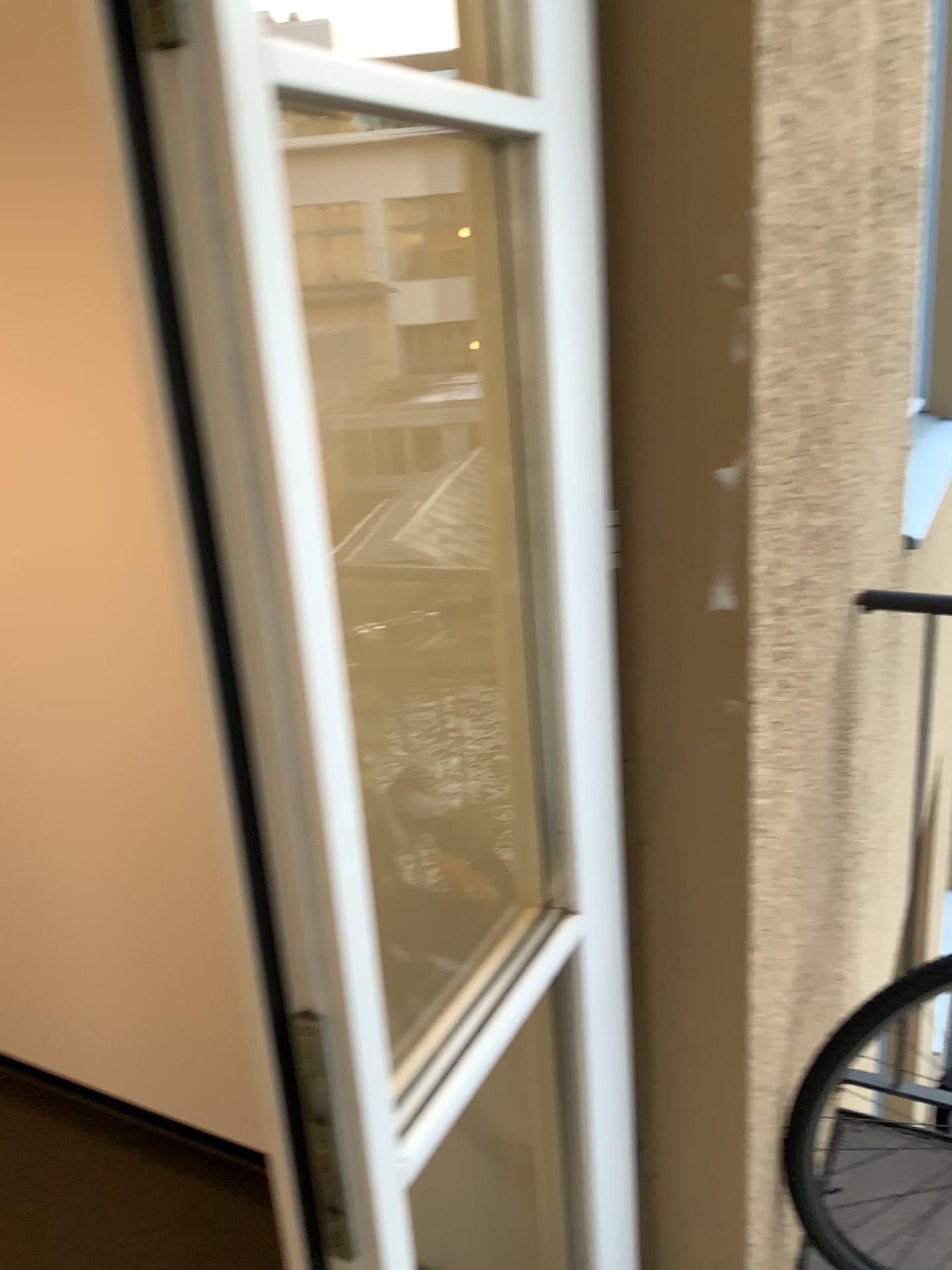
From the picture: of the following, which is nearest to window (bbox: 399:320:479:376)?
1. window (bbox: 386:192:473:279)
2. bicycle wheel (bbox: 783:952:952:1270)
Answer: window (bbox: 386:192:473:279)

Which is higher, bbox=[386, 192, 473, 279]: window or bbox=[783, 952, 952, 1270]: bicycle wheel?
bbox=[386, 192, 473, 279]: window

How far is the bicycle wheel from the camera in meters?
1.5 m

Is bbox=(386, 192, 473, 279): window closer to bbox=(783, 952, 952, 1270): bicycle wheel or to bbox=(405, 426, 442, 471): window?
bbox=(405, 426, 442, 471): window

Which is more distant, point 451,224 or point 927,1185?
point 927,1185

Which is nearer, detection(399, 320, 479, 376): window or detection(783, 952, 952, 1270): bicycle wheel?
detection(399, 320, 479, 376): window

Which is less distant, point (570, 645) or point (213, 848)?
point (570, 645)

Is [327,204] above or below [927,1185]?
above

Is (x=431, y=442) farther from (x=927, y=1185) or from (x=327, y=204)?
(x=927, y=1185)

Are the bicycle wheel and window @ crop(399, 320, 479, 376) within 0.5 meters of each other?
no
